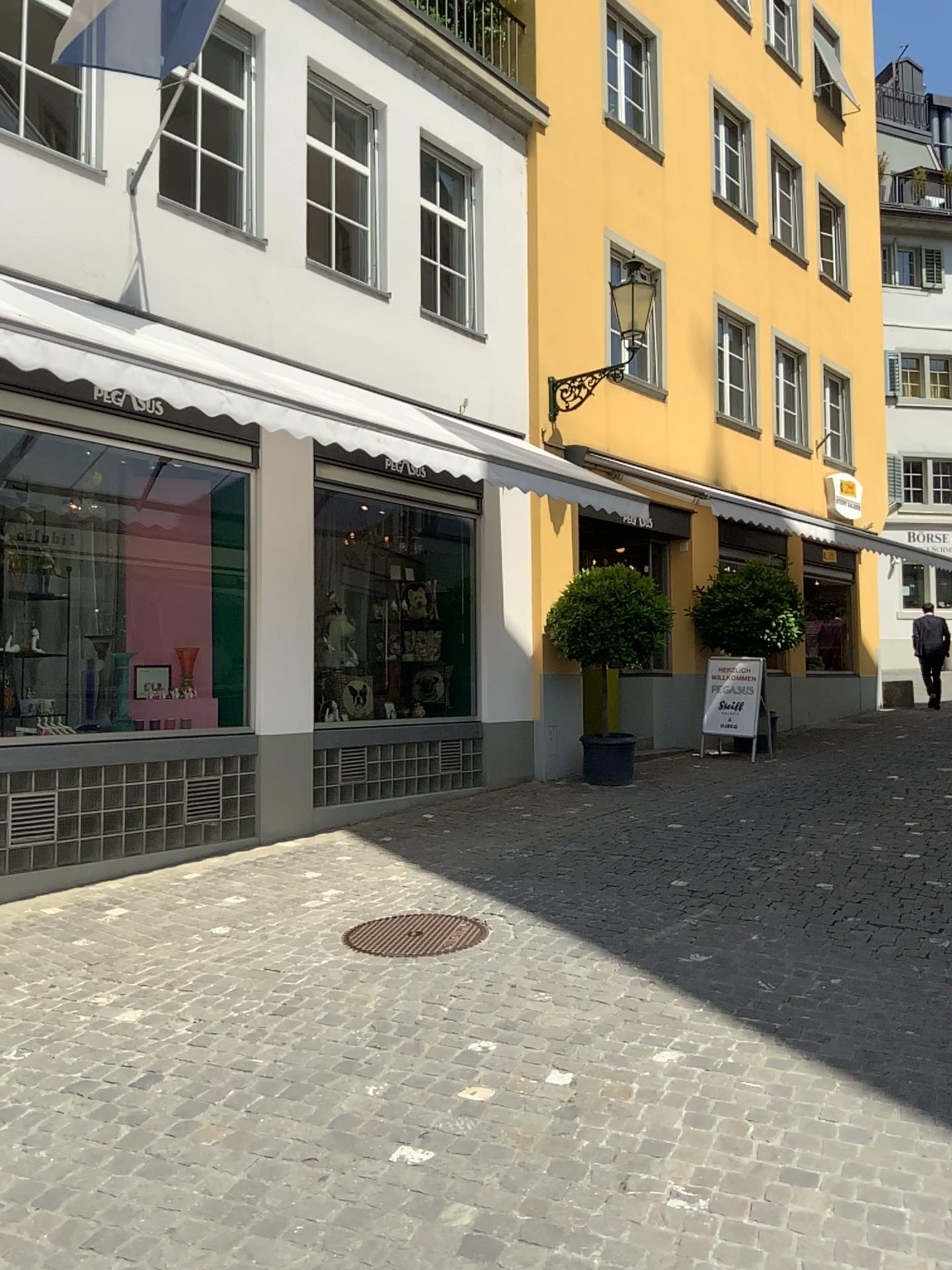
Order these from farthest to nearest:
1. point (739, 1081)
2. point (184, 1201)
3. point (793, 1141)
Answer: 1. point (739, 1081)
2. point (793, 1141)
3. point (184, 1201)
